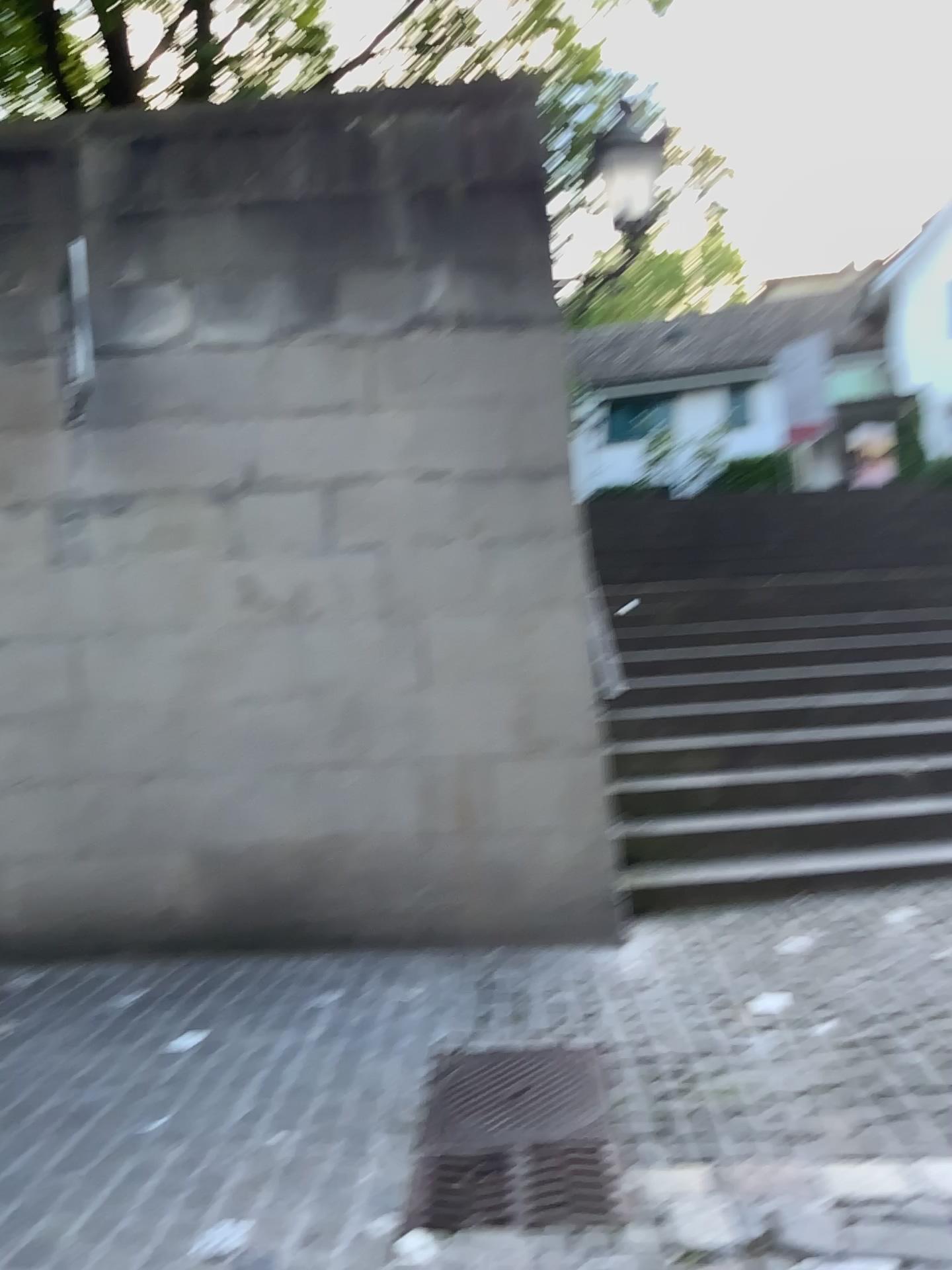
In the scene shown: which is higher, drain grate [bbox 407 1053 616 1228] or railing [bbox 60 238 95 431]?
railing [bbox 60 238 95 431]

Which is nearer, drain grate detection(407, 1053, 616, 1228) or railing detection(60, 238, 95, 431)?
drain grate detection(407, 1053, 616, 1228)

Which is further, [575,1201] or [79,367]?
[79,367]

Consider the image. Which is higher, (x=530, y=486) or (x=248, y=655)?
(x=530, y=486)

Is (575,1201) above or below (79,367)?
below
